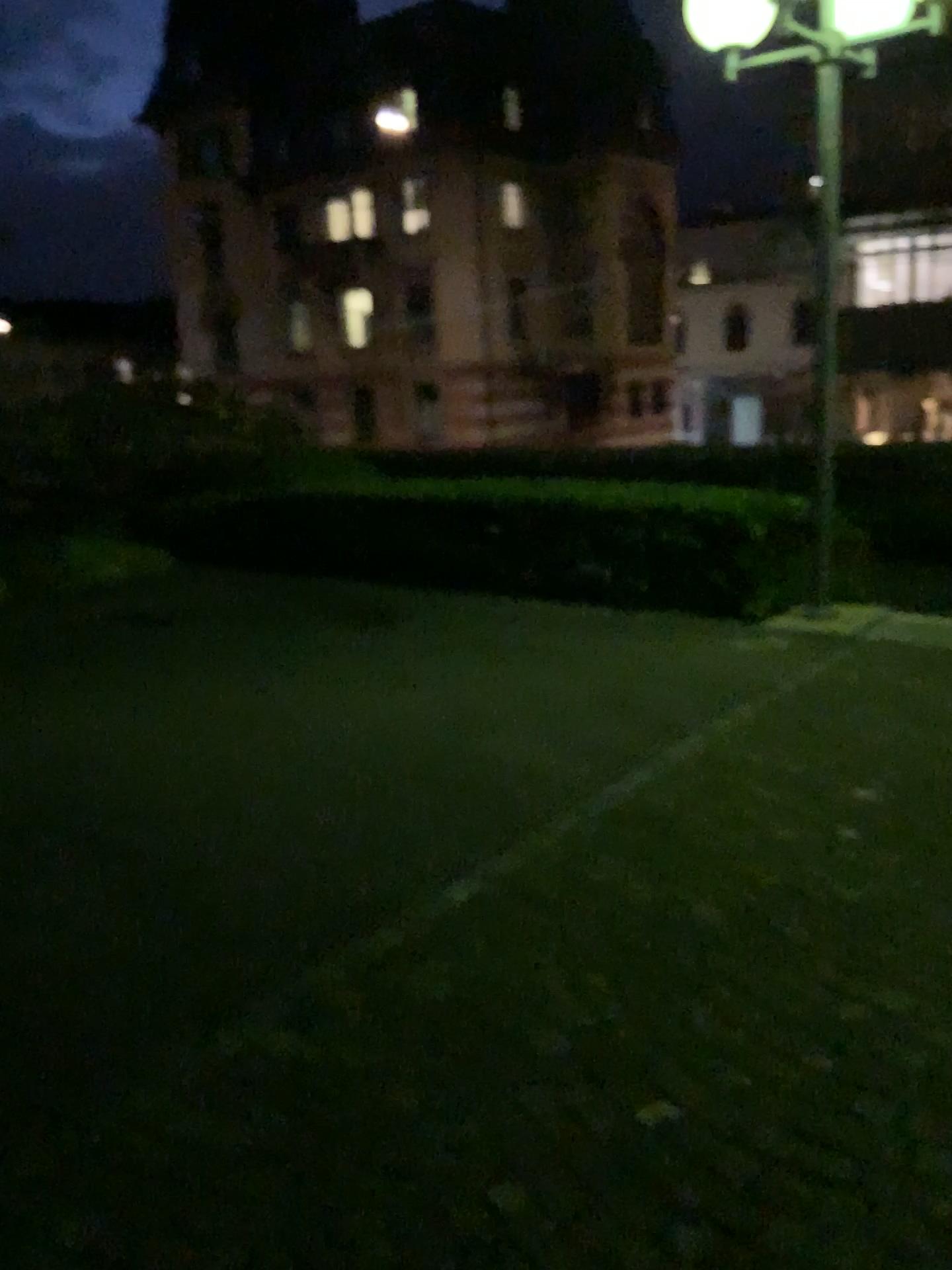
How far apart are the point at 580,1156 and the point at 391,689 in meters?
3.5
